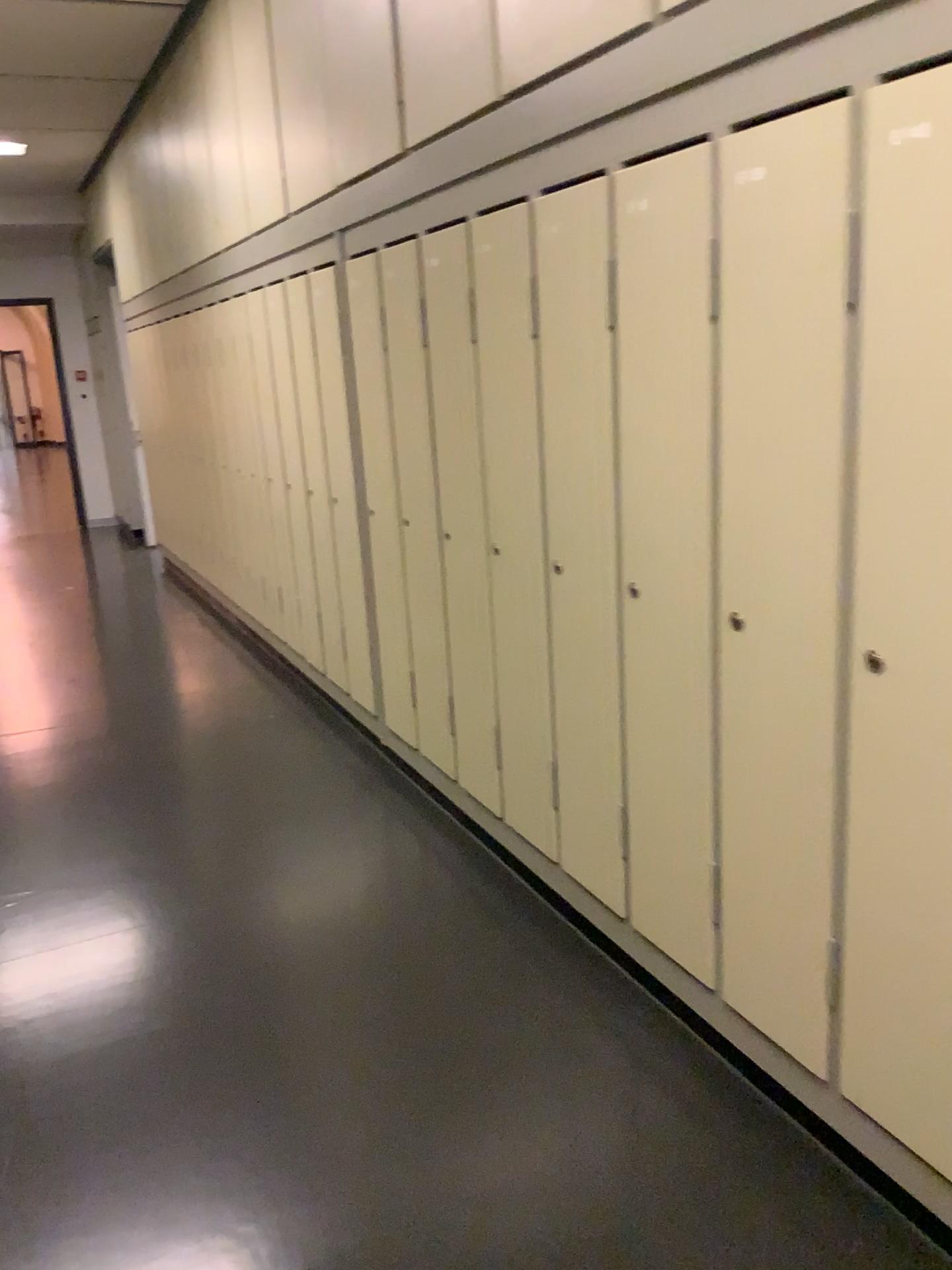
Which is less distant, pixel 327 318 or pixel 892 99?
pixel 892 99

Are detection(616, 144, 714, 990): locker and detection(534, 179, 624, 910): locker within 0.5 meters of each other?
yes

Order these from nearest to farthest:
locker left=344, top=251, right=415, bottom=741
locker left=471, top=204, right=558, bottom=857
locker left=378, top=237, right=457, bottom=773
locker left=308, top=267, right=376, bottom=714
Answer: locker left=471, top=204, right=558, bottom=857
locker left=378, top=237, right=457, bottom=773
locker left=344, top=251, right=415, bottom=741
locker left=308, top=267, right=376, bottom=714

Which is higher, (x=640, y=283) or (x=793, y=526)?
(x=640, y=283)

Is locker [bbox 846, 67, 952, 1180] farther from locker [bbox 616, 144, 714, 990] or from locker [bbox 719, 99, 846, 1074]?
locker [bbox 616, 144, 714, 990]

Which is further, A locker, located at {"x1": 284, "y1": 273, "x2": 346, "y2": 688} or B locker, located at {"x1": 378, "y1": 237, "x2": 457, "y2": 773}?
A locker, located at {"x1": 284, "y1": 273, "x2": 346, "y2": 688}

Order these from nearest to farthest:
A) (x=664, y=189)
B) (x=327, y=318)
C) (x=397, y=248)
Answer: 1. (x=664, y=189)
2. (x=397, y=248)
3. (x=327, y=318)

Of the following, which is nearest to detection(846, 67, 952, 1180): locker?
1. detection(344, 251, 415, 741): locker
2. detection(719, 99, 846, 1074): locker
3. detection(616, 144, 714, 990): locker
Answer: detection(719, 99, 846, 1074): locker

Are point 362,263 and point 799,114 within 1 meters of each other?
no

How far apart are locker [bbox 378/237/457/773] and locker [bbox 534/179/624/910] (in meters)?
0.73
